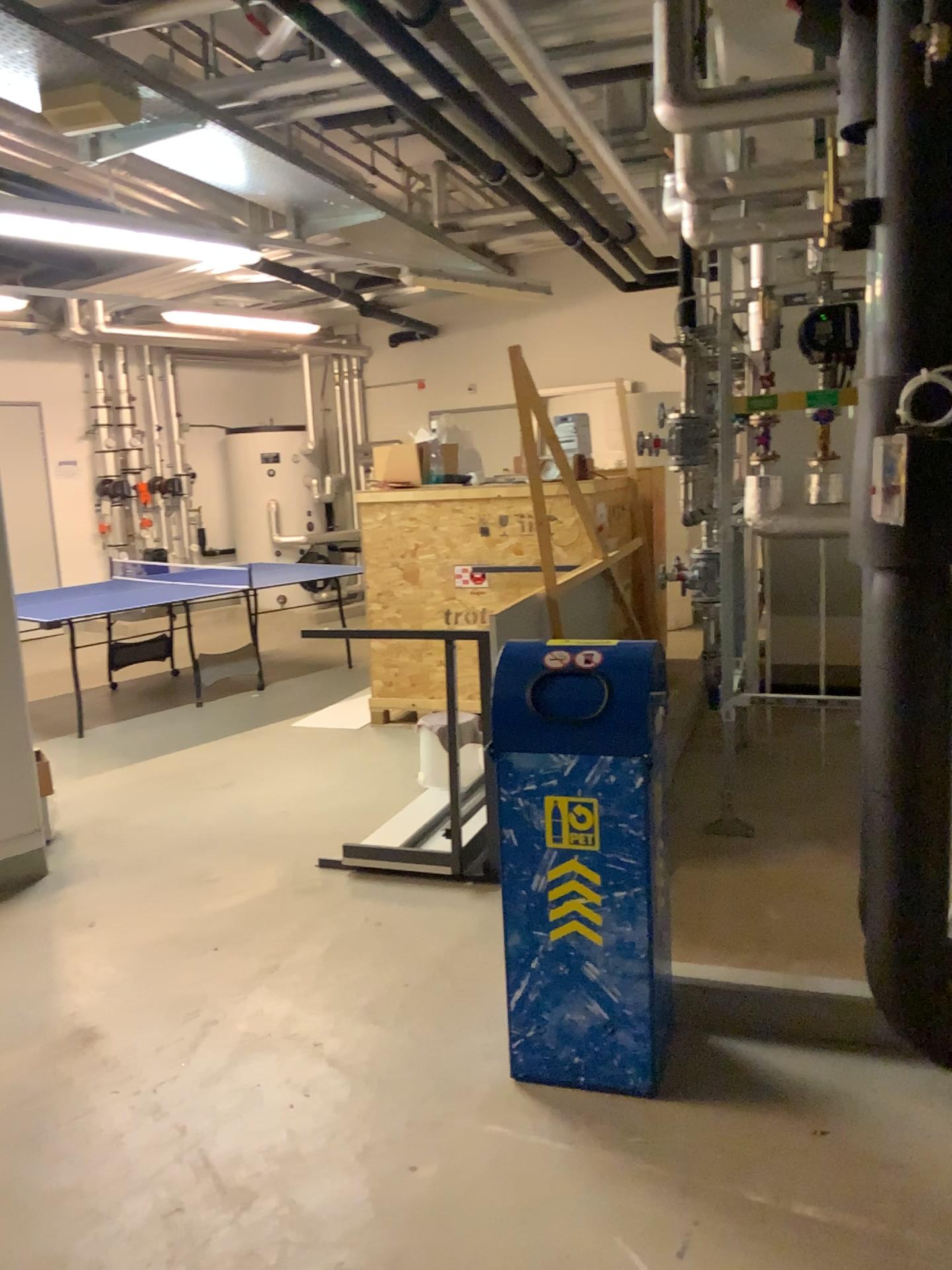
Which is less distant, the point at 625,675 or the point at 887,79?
the point at 887,79

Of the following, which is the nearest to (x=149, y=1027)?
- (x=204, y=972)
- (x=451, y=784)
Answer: (x=204, y=972)

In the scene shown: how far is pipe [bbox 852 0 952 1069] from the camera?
1.8 meters

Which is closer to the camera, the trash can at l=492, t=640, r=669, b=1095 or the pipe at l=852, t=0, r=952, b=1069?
the pipe at l=852, t=0, r=952, b=1069

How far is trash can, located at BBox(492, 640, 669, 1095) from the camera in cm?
242

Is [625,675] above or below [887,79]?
below

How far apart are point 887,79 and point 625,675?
1.3 meters

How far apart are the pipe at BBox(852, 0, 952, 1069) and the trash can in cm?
48
